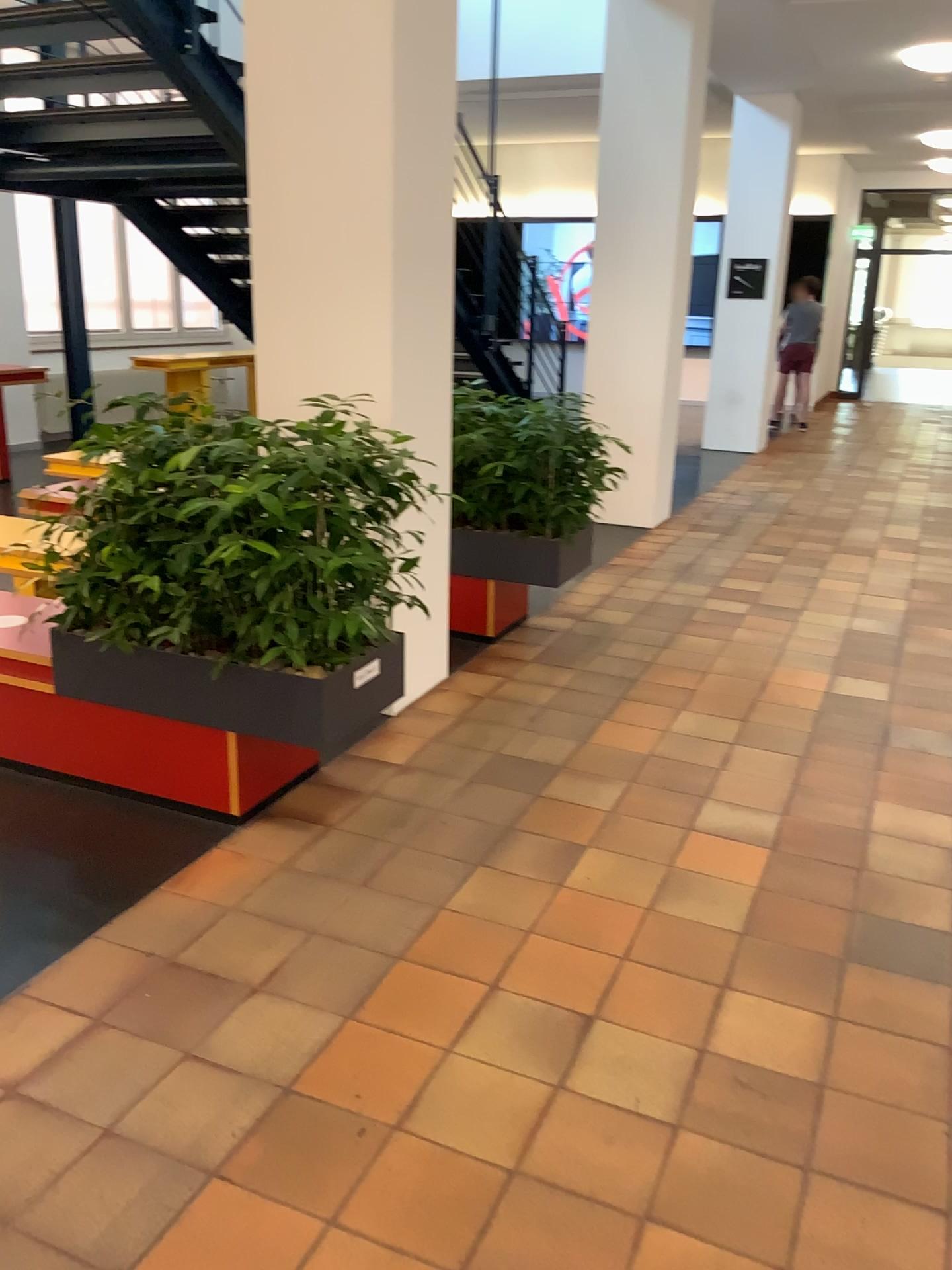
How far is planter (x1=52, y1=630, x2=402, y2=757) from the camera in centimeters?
307cm

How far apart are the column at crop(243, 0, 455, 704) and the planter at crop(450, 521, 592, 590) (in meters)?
0.78

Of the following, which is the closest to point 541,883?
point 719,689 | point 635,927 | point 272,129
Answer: point 635,927

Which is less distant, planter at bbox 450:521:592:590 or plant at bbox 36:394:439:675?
plant at bbox 36:394:439:675

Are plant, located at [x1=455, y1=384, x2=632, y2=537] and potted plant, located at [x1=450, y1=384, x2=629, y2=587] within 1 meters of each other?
yes

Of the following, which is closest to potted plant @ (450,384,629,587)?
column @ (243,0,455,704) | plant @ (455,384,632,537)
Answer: plant @ (455,384,632,537)

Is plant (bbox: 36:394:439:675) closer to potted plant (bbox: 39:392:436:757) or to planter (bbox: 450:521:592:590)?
potted plant (bbox: 39:392:436:757)

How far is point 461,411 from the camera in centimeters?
477cm

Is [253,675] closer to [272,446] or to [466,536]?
[272,446]

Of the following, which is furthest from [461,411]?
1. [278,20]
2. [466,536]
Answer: [278,20]
